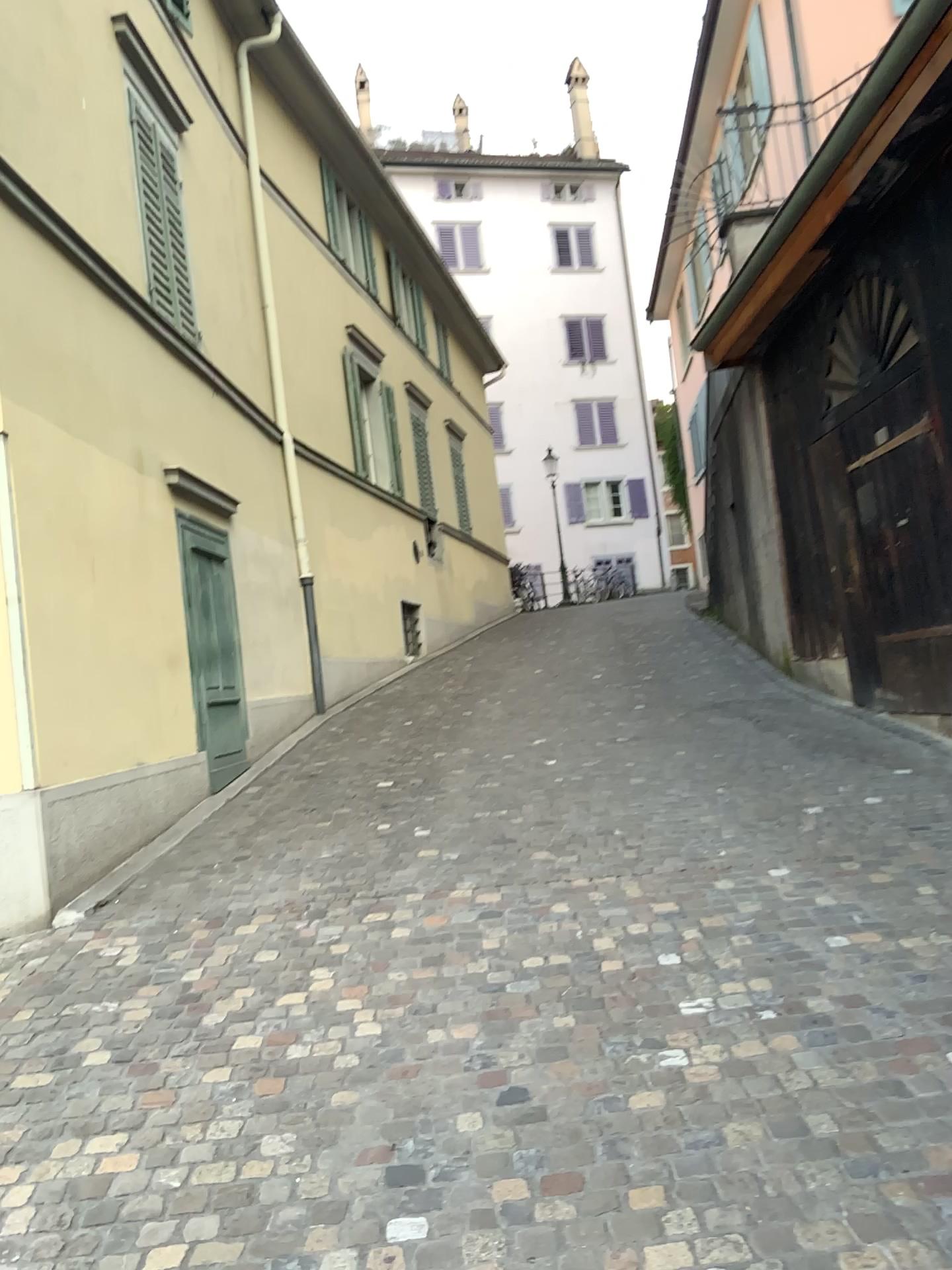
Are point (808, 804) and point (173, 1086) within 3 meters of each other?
no
